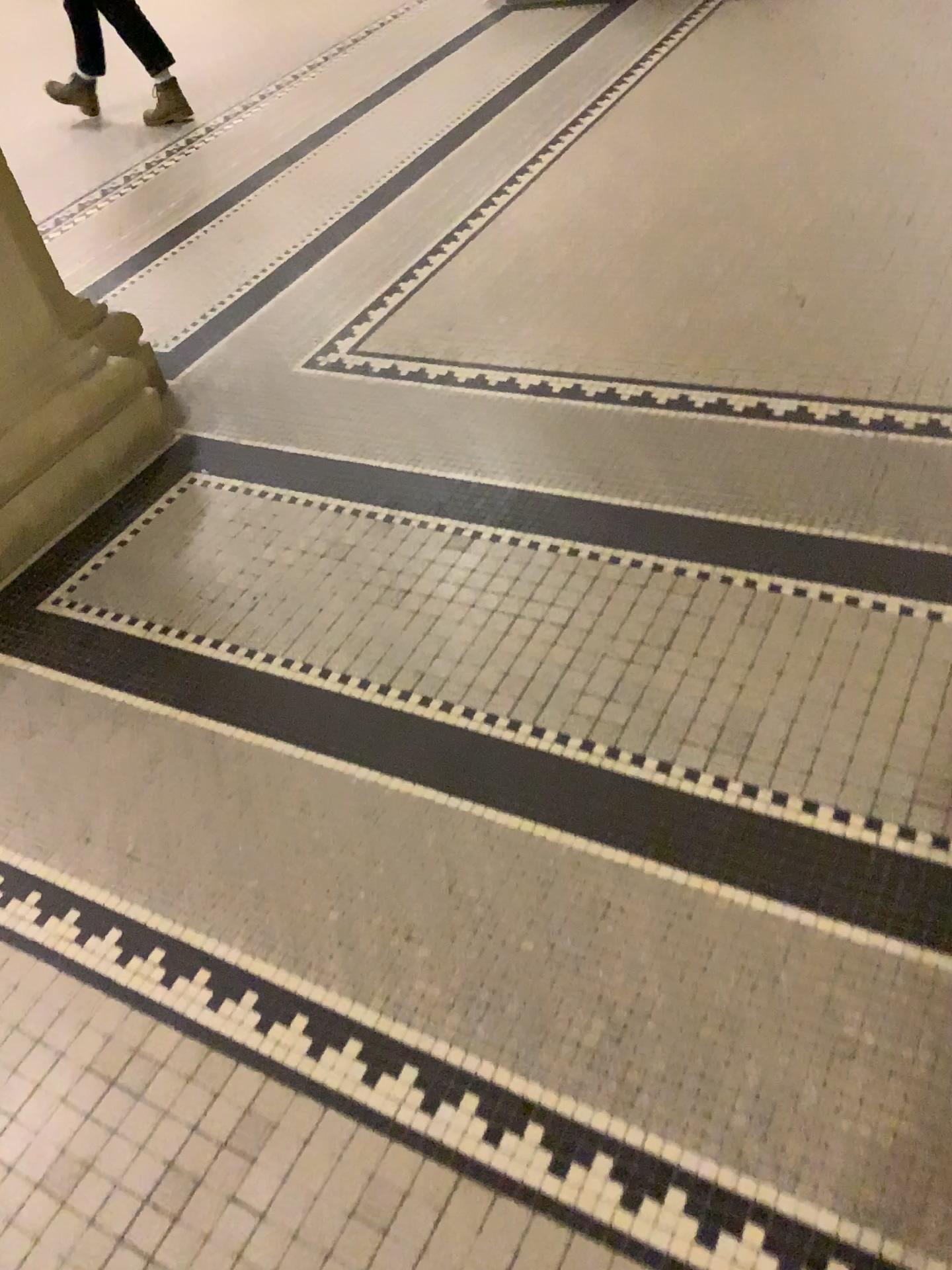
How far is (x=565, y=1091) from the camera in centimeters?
117cm

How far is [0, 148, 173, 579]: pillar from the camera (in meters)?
2.14

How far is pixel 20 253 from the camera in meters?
2.1 m
